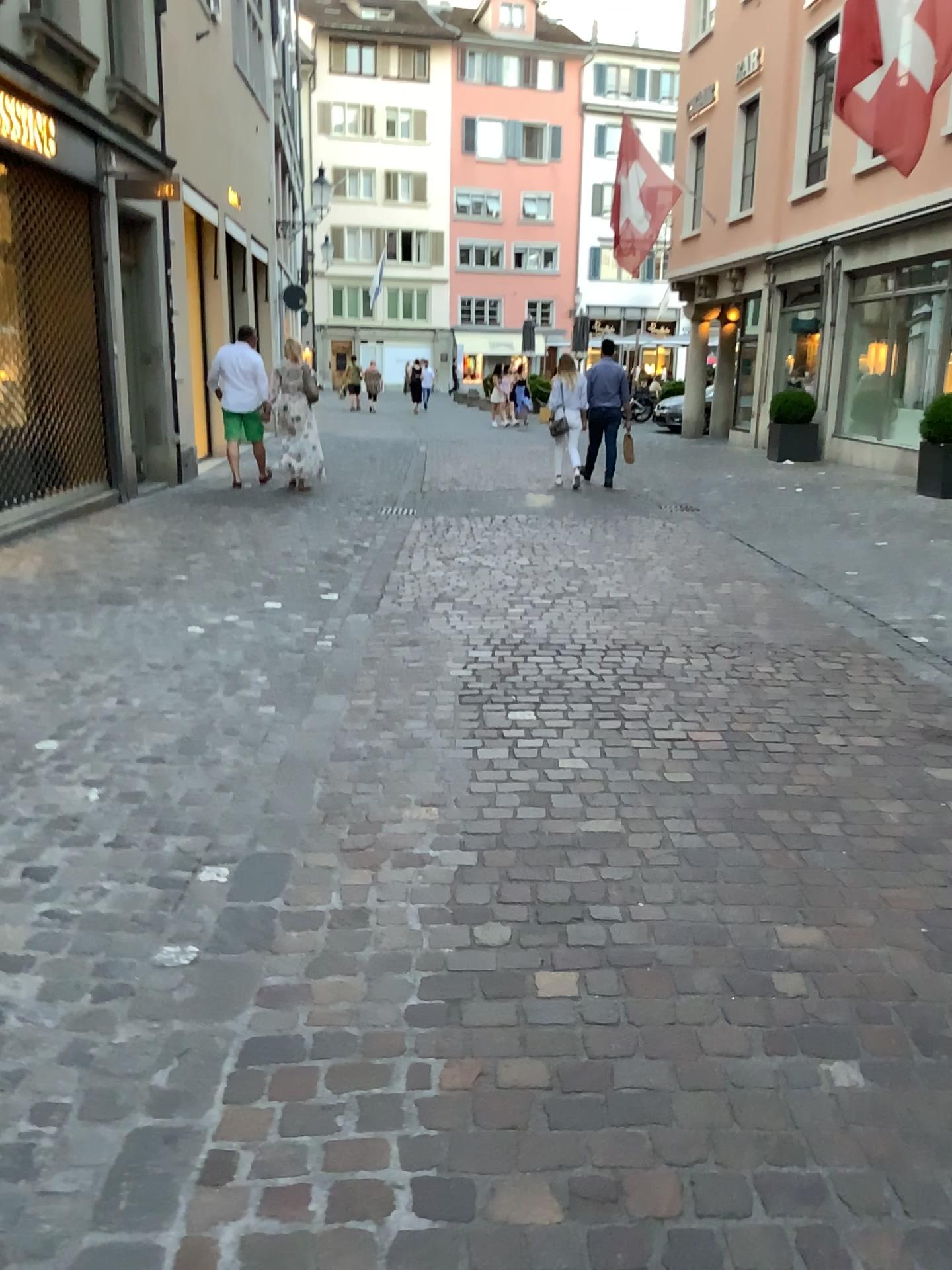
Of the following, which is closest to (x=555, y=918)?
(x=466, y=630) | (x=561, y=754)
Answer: (x=561, y=754)
